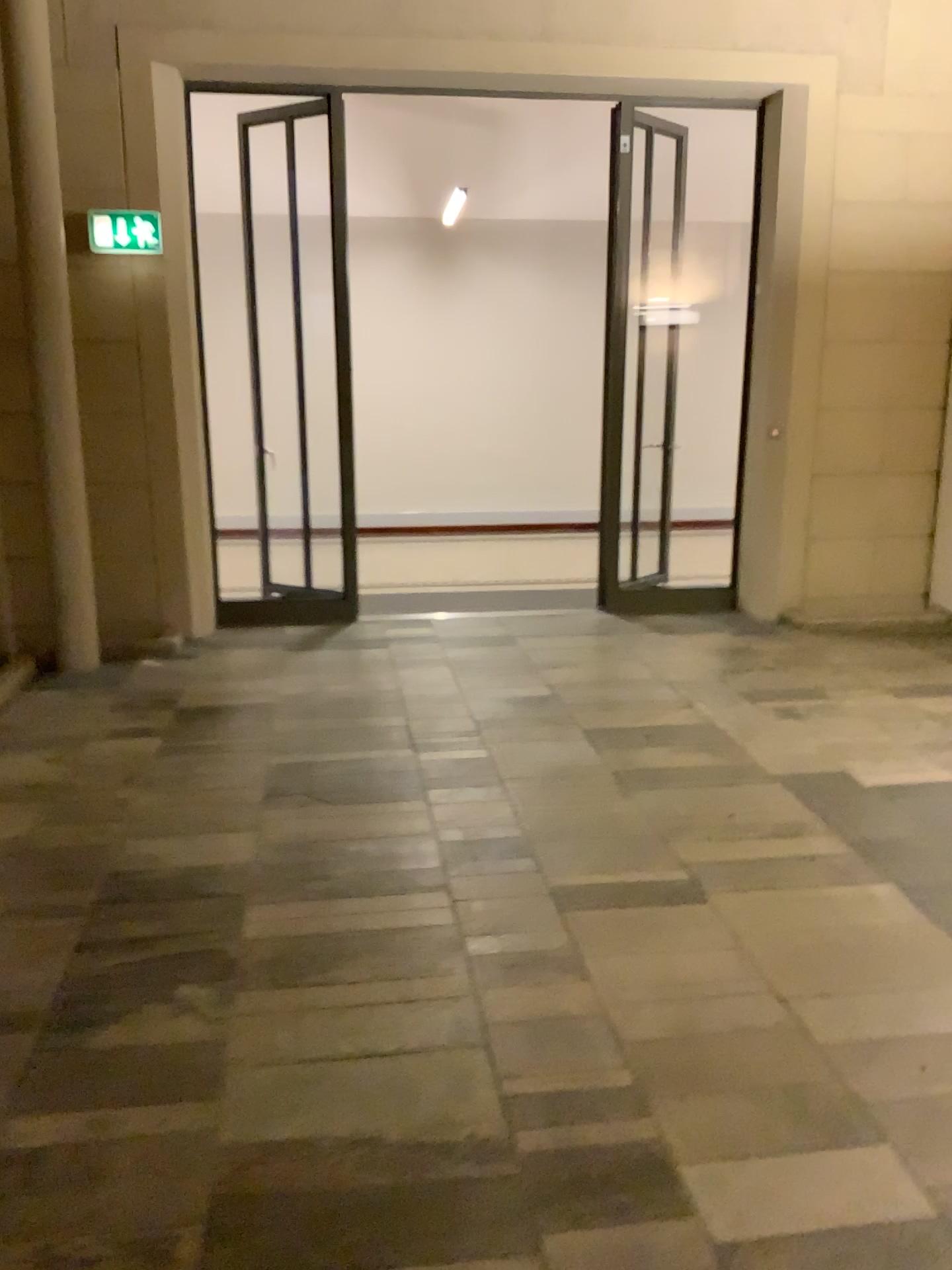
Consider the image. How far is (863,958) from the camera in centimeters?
286cm
